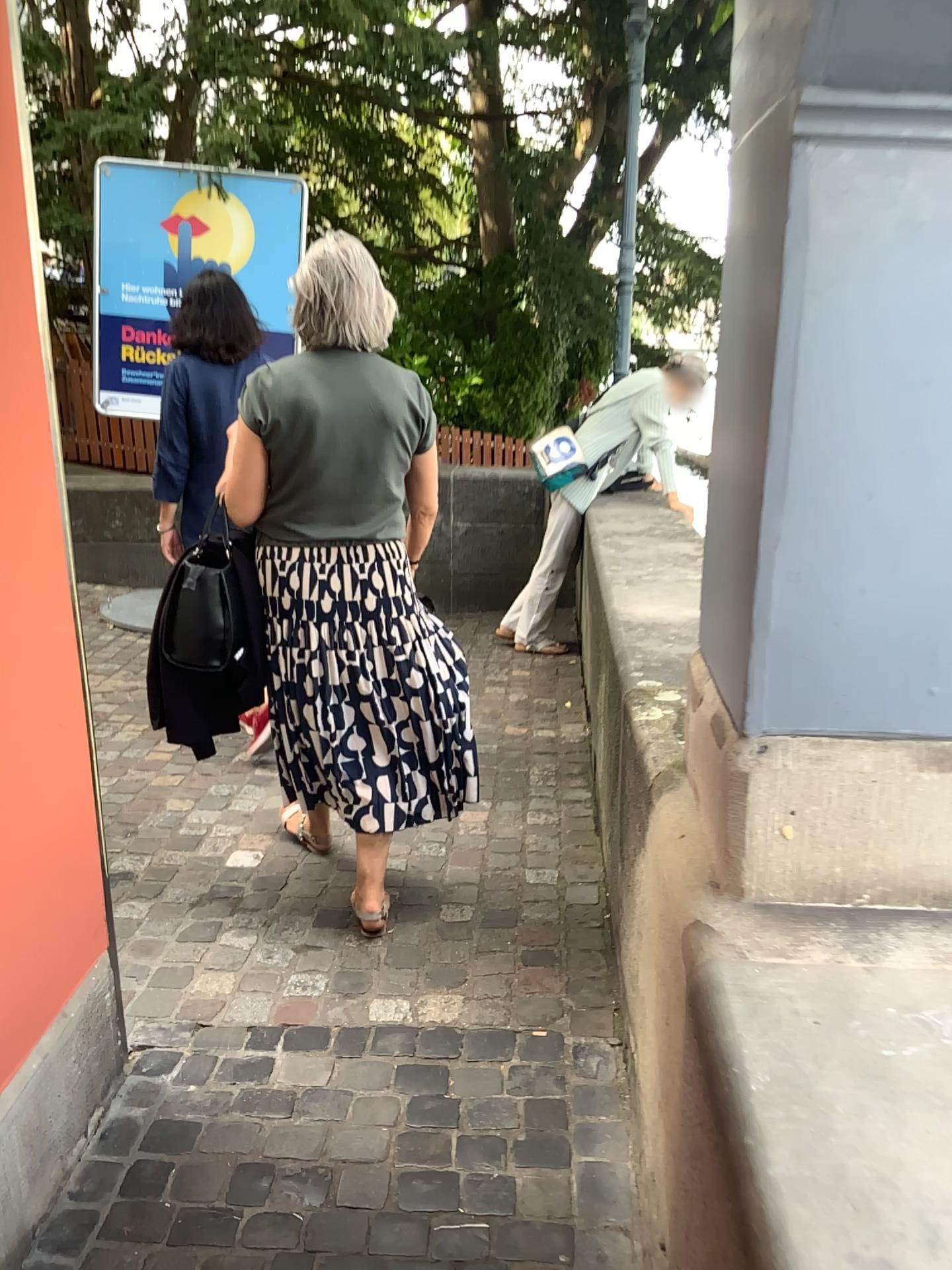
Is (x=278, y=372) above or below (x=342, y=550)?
above

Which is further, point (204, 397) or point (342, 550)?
point (204, 397)

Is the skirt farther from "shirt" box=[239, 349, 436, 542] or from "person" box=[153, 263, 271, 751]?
"person" box=[153, 263, 271, 751]

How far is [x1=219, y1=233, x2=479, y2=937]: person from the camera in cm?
237

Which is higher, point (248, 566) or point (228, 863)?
point (248, 566)

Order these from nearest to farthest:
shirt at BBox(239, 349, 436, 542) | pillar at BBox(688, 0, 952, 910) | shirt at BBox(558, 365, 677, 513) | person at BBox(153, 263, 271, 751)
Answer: pillar at BBox(688, 0, 952, 910) → shirt at BBox(239, 349, 436, 542) → person at BBox(153, 263, 271, 751) → shirt at BBox(558, 365, 677, 513)

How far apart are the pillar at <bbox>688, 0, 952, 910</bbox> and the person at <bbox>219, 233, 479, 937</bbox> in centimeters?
105cm

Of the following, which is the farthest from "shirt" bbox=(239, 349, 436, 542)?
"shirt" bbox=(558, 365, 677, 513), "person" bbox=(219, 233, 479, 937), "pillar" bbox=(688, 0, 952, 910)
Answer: "shirt" bbox=(558, 365, 677, 513)

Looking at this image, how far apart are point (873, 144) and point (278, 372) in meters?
1.5

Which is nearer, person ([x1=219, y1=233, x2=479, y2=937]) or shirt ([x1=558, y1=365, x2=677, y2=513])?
person ([x1=219, y1=233, x2=479, y2=937])
